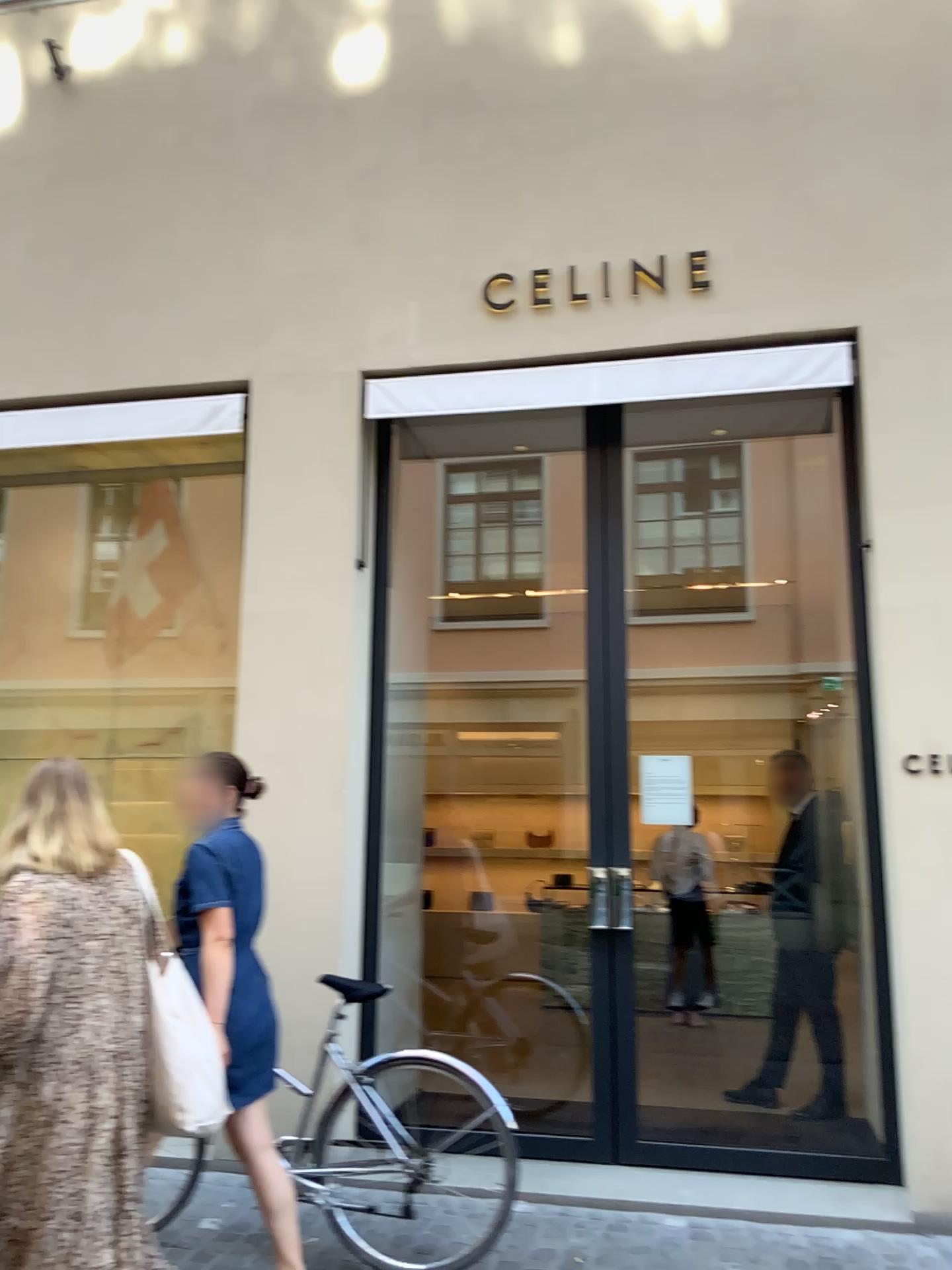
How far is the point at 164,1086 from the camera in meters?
2.6 m

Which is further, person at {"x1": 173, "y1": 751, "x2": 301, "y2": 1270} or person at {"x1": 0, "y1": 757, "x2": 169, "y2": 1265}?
person at {"x1": 173, "y1": 751, "x2": 301, "y2": 1270}

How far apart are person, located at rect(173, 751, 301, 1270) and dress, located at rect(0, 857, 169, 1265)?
0.3m

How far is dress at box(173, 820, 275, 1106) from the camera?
3.1m

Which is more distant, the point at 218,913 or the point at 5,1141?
the point at 218,913

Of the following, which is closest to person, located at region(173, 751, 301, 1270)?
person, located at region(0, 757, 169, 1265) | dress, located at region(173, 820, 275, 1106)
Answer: dress, located at region(173, 820, 275, 1106)

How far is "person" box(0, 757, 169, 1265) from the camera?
2.4 meters

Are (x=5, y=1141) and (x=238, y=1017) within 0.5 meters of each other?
no

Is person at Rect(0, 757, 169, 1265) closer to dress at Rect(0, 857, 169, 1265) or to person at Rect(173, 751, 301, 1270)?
dress at Rect(0, 857, 169, 1265)

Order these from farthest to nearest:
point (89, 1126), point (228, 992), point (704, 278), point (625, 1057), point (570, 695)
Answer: point (570, 695) < point (704, 278) < point (625, 1057) < point (228, 992) < point (89, 1126)
